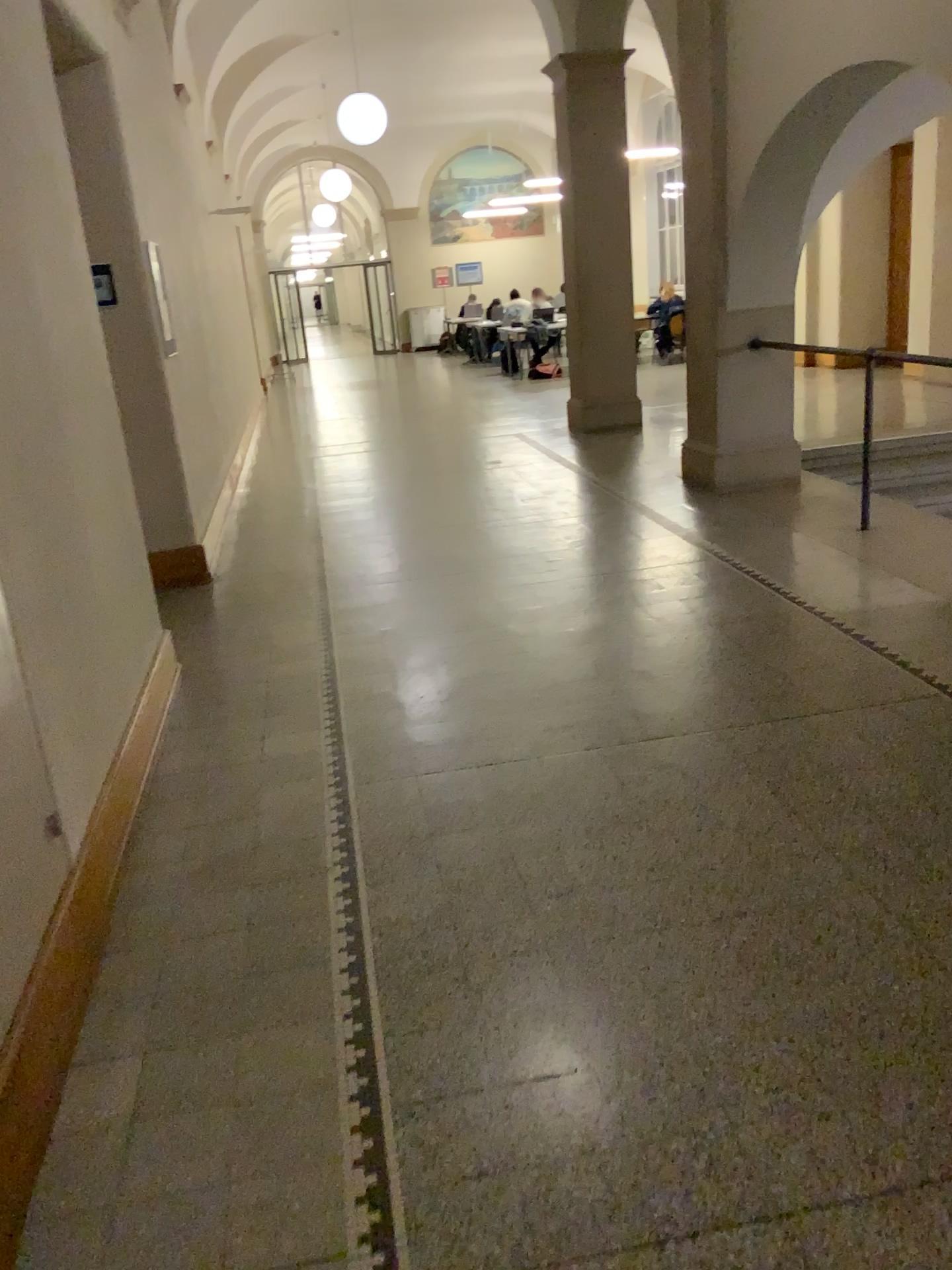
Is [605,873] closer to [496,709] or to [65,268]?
[496,709]
